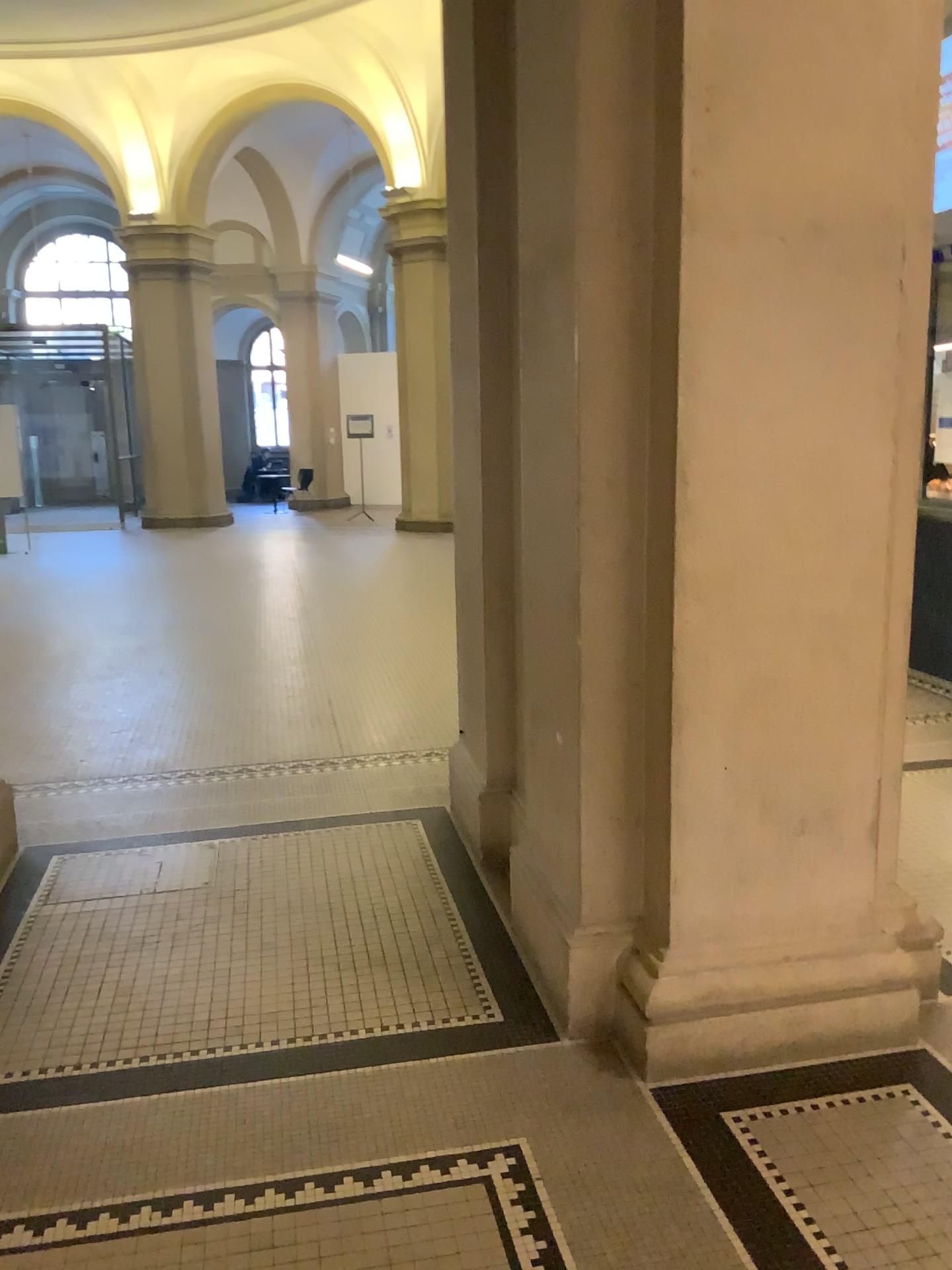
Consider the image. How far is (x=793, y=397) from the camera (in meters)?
2.36

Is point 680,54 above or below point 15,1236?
above

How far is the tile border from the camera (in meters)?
2.01

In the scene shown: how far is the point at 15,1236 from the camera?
2.0 meters
